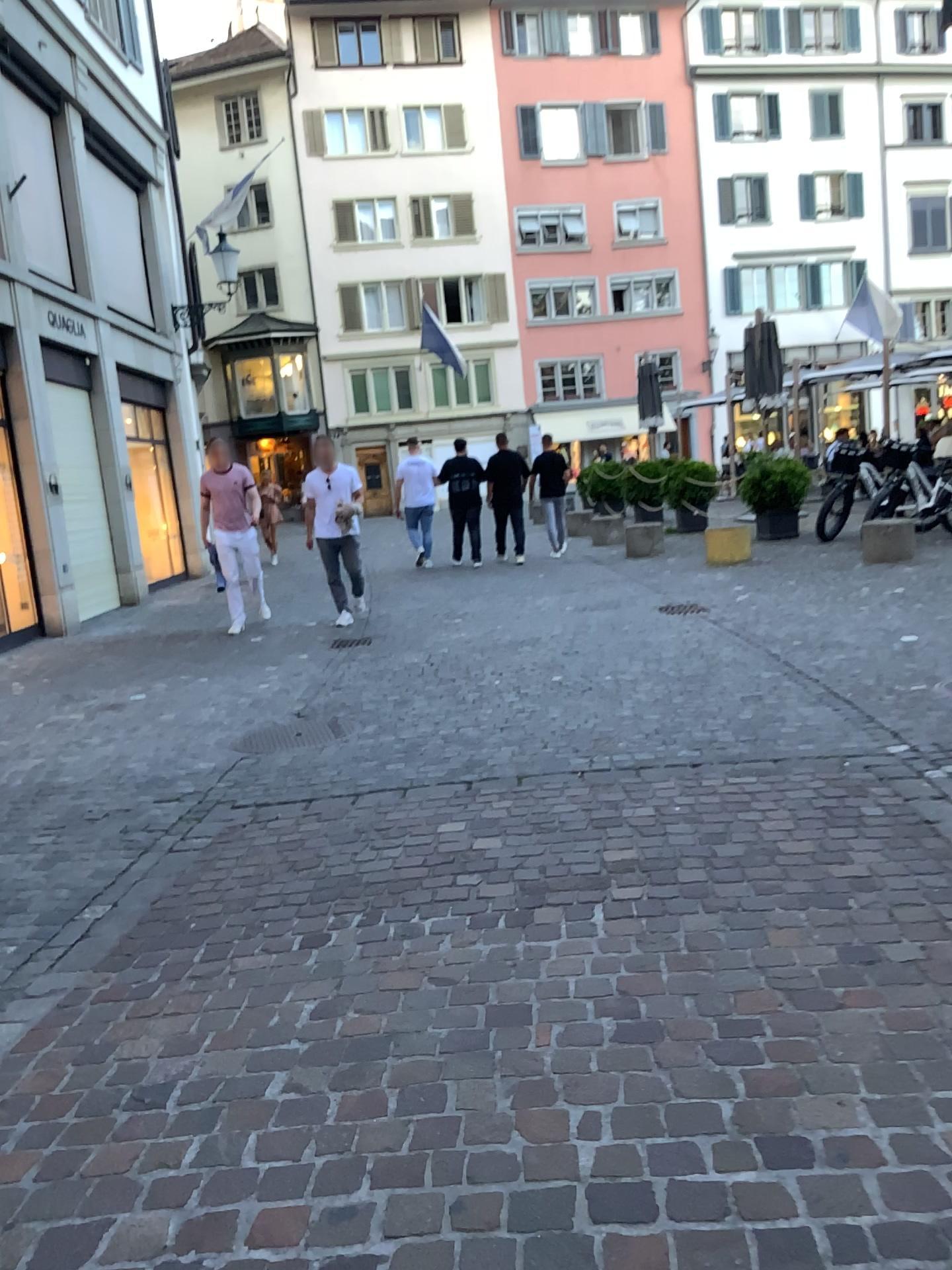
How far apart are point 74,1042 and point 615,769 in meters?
2.3
